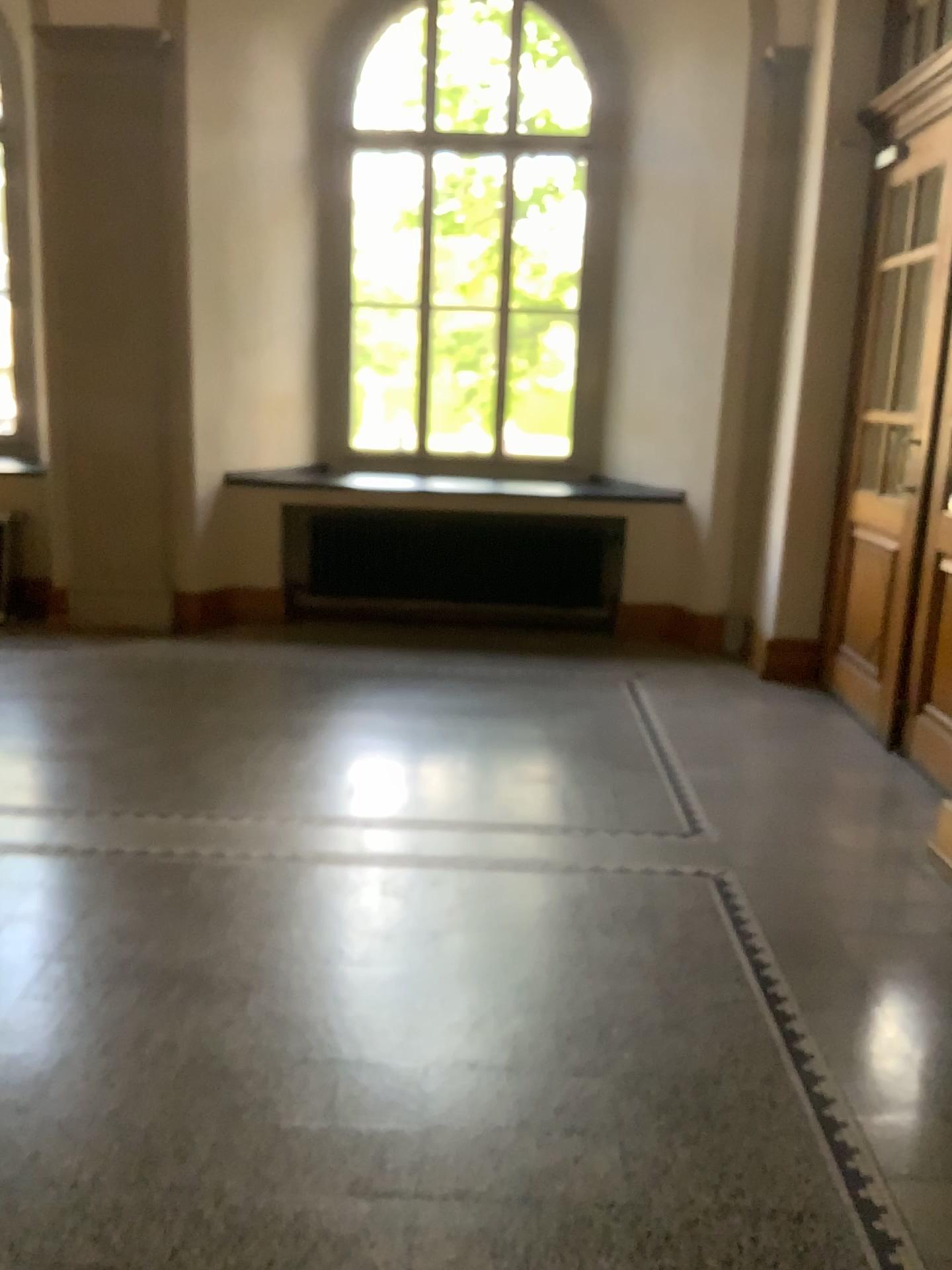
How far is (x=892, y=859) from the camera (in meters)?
3.56
